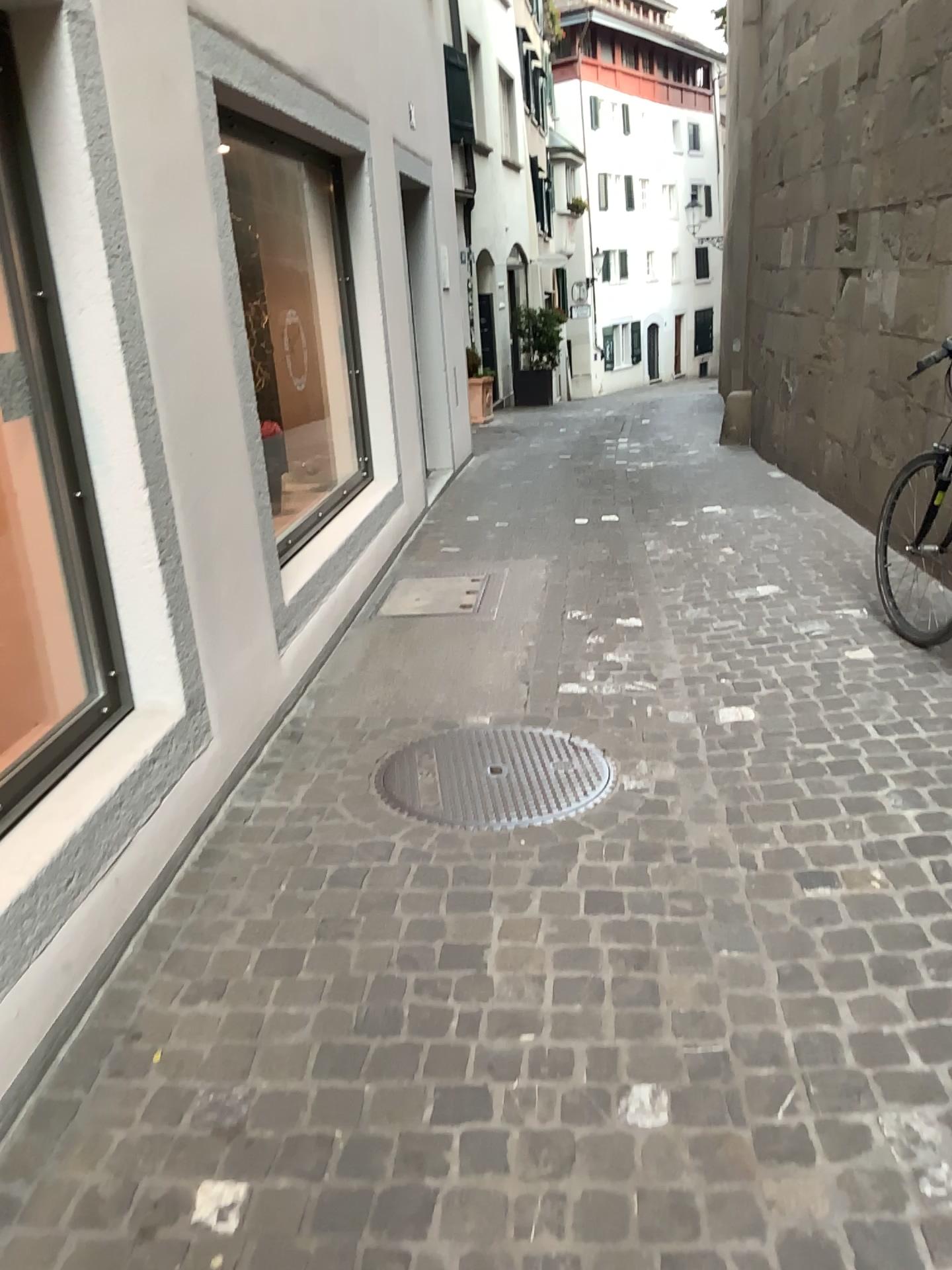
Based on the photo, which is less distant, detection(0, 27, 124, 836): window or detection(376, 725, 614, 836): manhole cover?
detection(0, 27, 124, 836): window

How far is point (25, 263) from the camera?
2.54m

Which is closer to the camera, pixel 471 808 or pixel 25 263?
pixel 25 263

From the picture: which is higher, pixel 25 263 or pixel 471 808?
pixel 25 263

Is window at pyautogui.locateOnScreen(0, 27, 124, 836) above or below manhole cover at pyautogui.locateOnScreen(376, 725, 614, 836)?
above

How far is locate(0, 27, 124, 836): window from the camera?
2.5m

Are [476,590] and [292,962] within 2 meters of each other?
no
